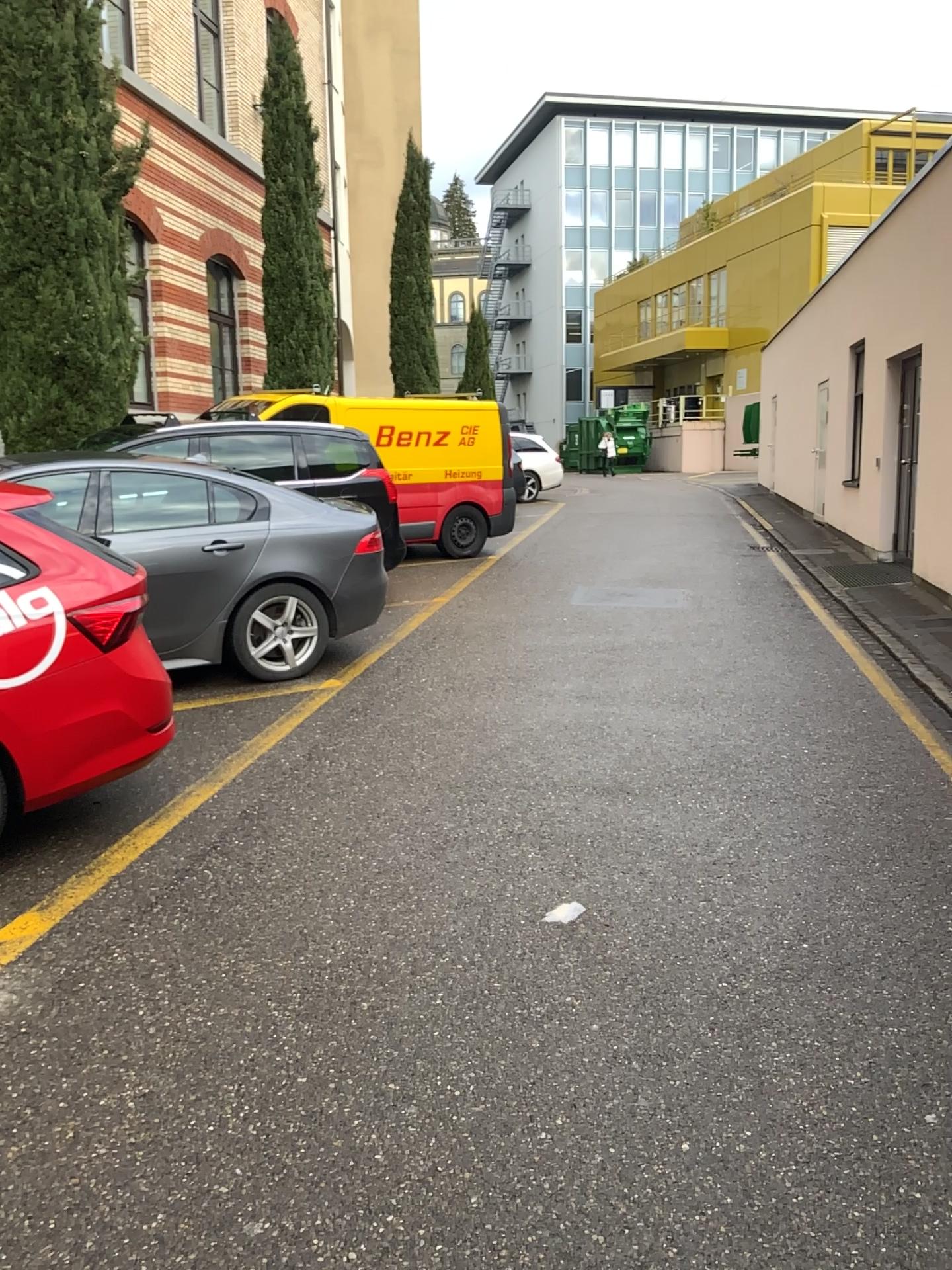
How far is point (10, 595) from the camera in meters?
3.7 m

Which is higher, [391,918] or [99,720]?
[99,720]

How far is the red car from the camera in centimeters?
365cm
